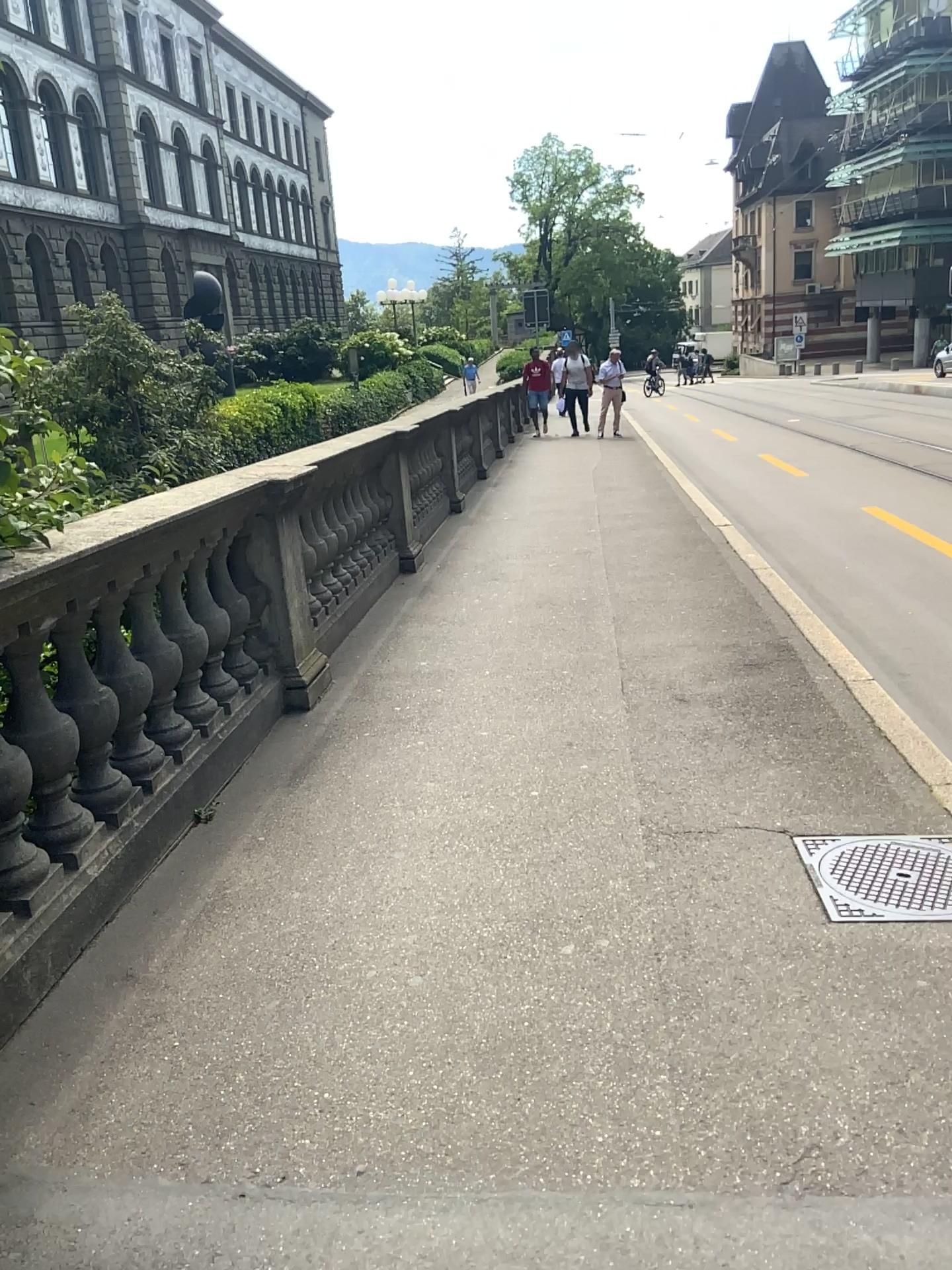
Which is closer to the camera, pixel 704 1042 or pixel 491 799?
pixel 704 1042
